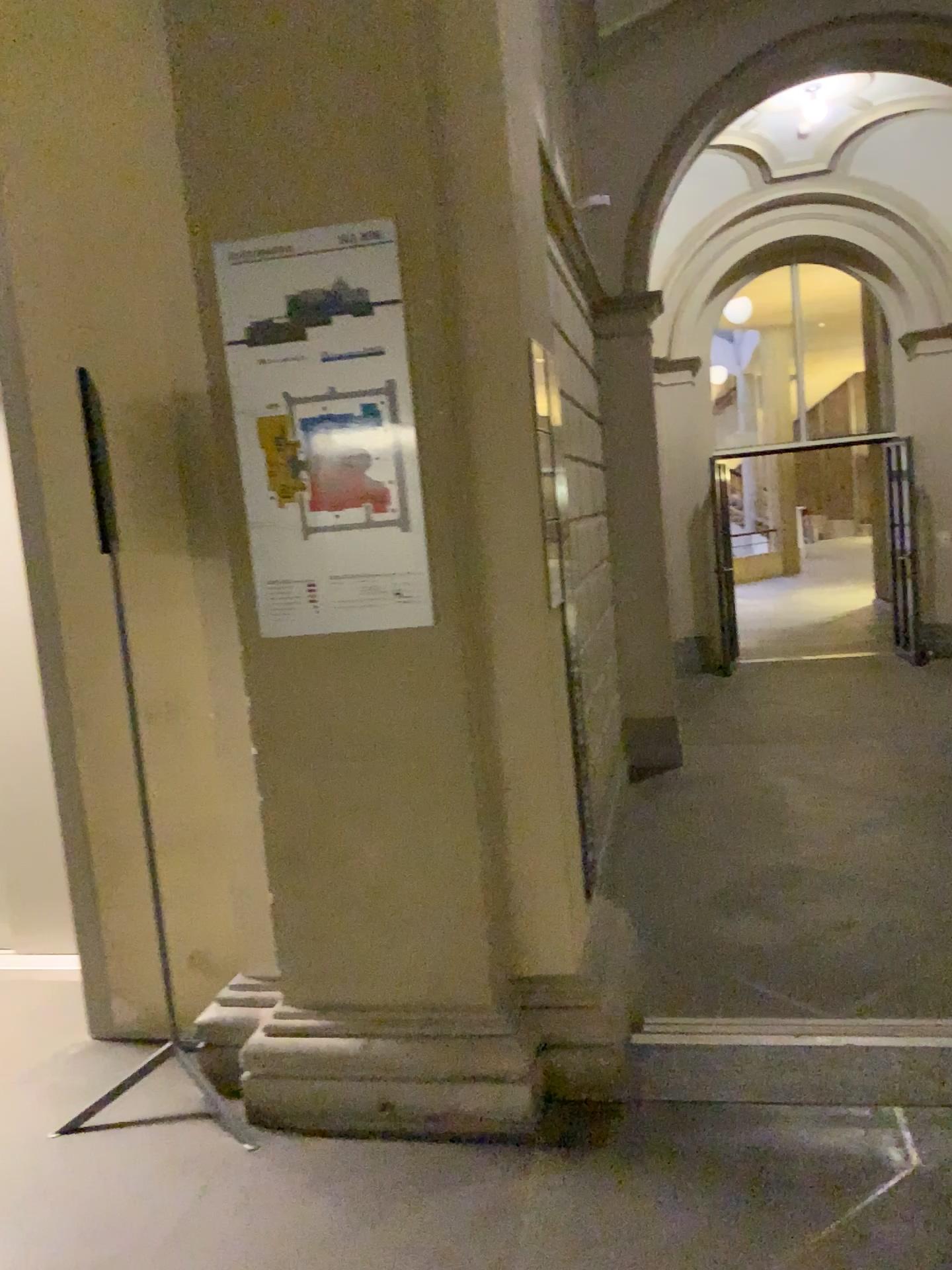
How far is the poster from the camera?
2.4 meters

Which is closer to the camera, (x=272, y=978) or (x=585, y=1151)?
(x=585, y=1151)

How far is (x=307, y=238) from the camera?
2.4 meters
